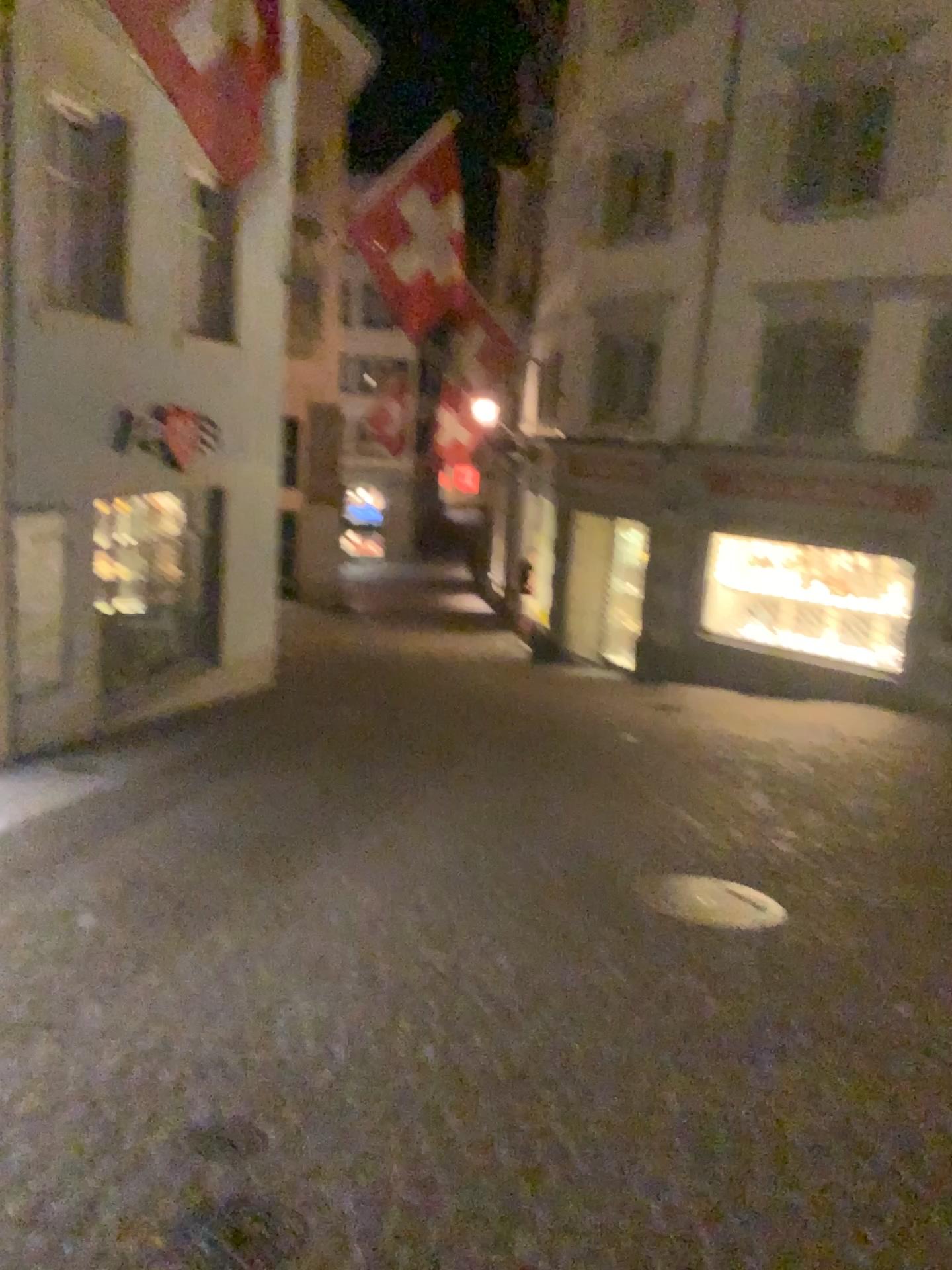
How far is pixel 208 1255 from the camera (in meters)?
2.38

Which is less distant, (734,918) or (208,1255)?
(208,1255)

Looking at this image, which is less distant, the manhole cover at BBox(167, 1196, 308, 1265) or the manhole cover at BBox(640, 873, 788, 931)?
the manhole cover at BBox(167, 1196, 308, 1265)

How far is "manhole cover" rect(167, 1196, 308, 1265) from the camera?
2.4m

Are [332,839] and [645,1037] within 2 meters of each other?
no
